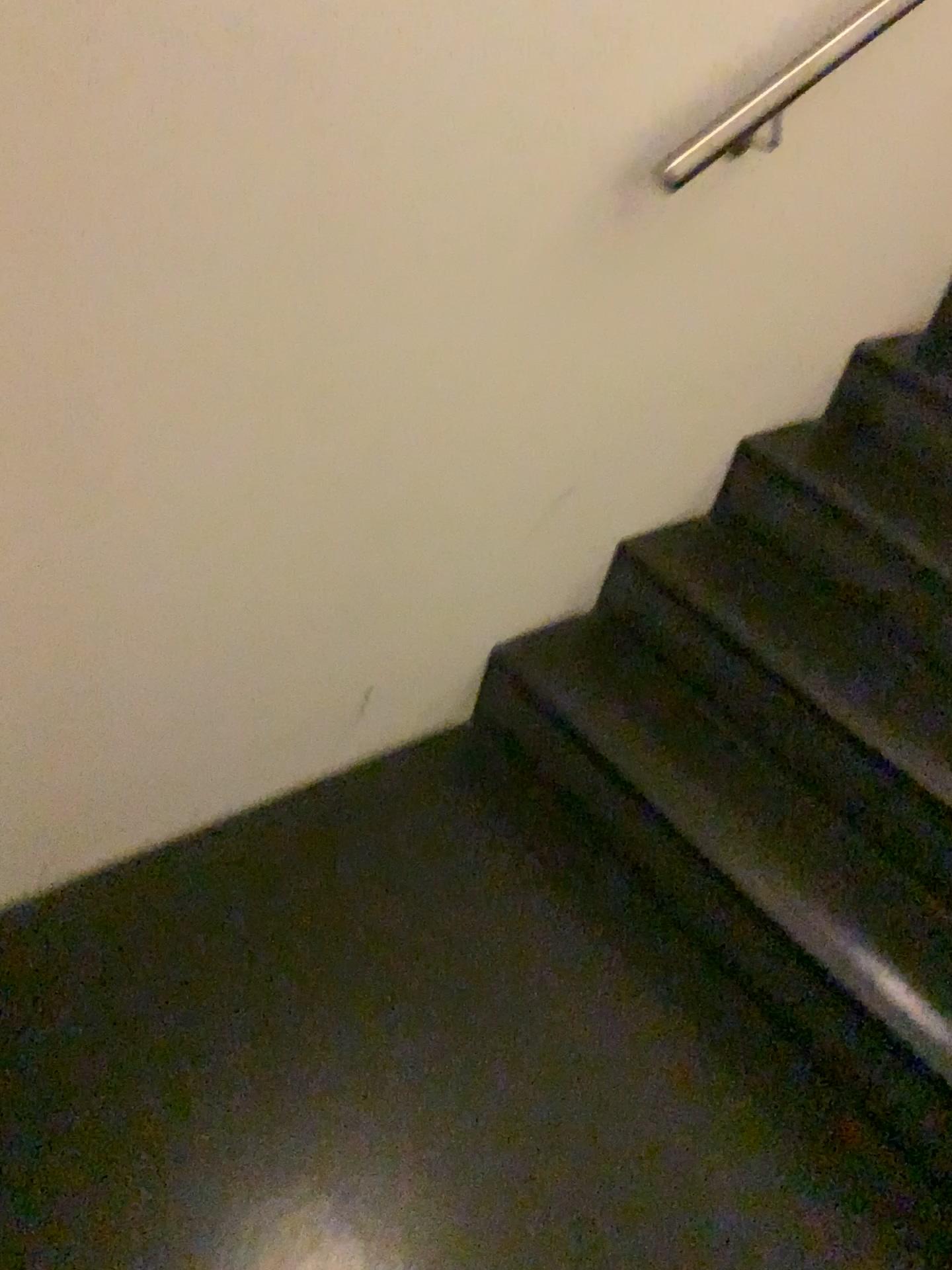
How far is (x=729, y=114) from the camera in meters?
1.3 m

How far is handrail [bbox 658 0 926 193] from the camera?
1.33m

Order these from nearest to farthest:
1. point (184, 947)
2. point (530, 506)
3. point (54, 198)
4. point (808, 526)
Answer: point (54, 198) → point (184, 947) → point (530, 506) → point (808, 526)

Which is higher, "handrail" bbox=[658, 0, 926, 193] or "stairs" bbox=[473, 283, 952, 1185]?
"handrail" bbox=[658, 0, 926, 193]

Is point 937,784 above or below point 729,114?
below
